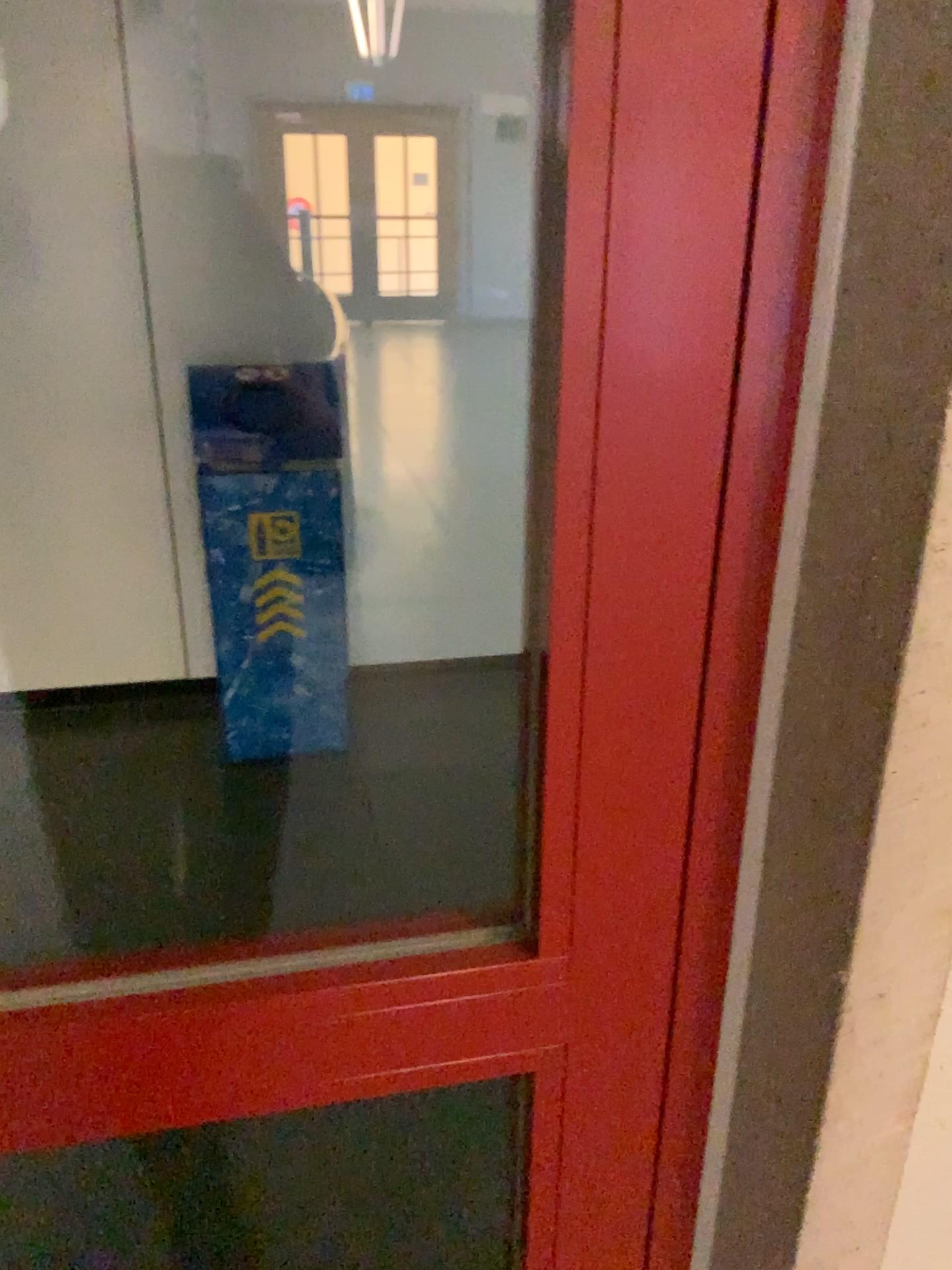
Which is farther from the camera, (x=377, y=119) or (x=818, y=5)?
(x=377, y=119)

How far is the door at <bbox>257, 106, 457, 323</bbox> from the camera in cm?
292

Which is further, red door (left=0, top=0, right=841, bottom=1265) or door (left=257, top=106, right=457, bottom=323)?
door (left=257, top=106, right=457, bottom=323)

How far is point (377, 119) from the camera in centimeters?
292cm

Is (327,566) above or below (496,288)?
below
